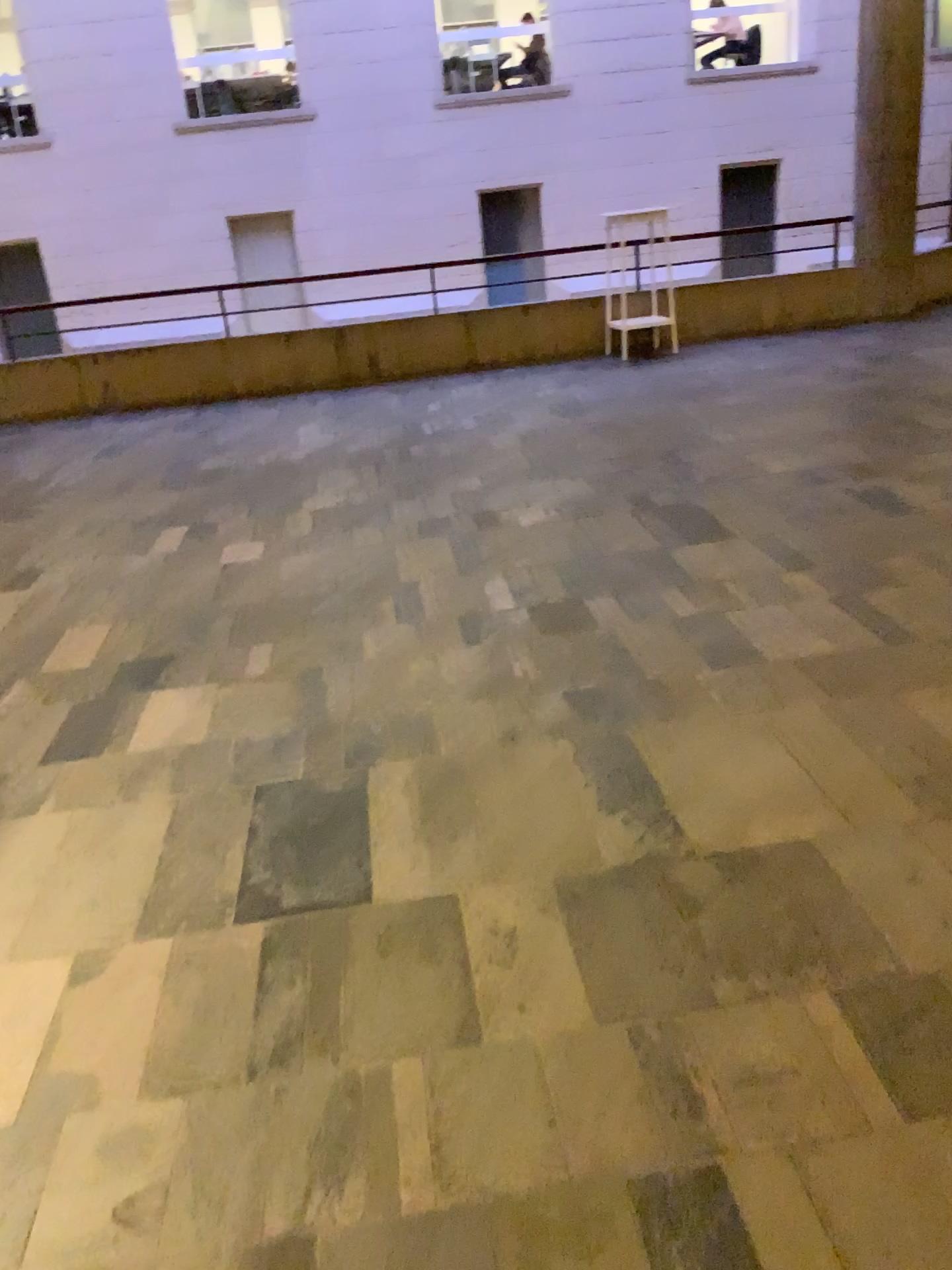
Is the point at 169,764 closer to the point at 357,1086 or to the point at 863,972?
the point at 357,1086
